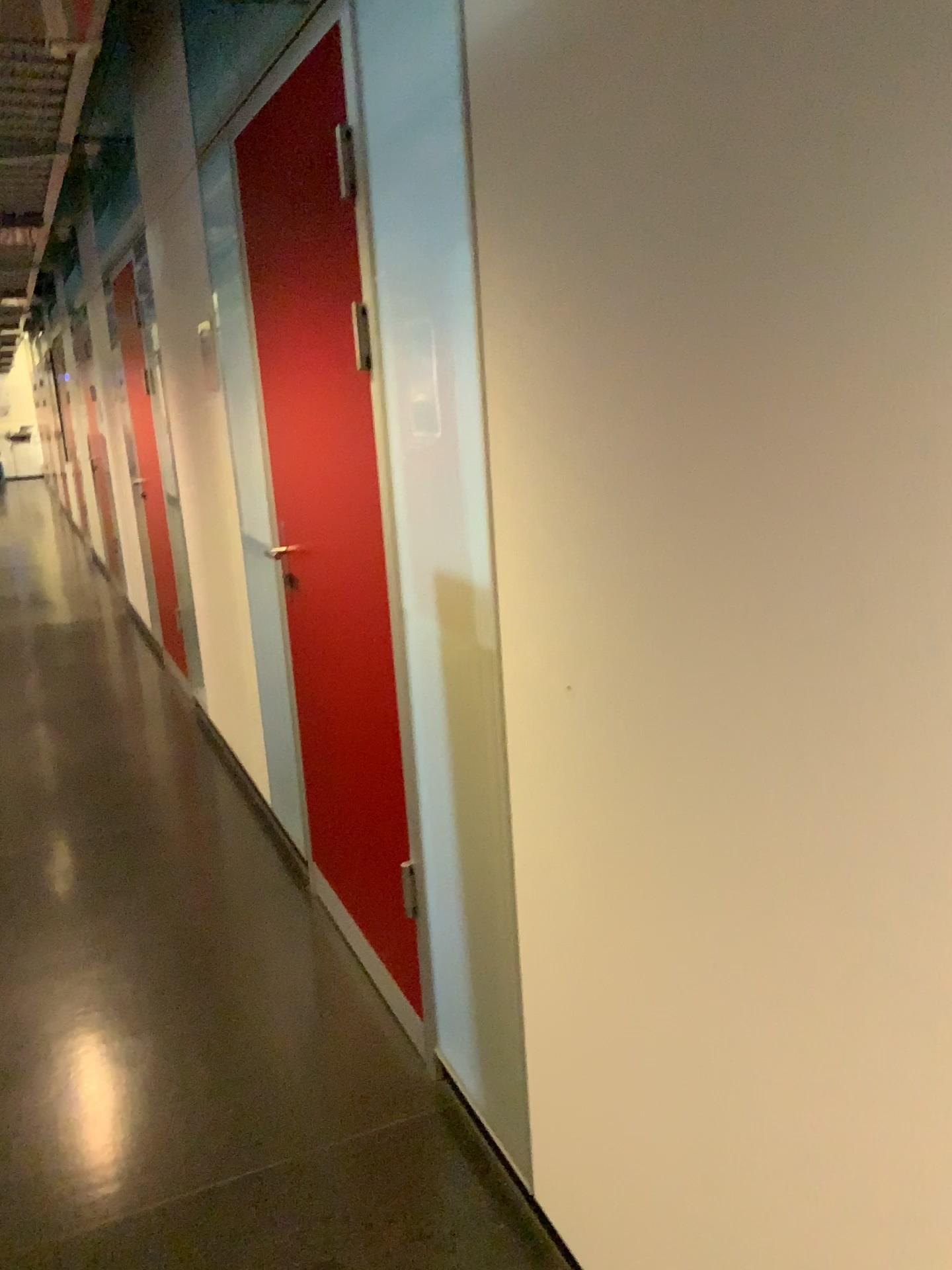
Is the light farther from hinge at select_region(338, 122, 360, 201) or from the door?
hinge at select_region(338, 122, 360, 201)

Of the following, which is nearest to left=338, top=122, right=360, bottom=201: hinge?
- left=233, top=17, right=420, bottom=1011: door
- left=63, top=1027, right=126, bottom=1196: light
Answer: left=233, top=17, right=420, bottom=1011: door

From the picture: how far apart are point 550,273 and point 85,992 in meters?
2.2 m

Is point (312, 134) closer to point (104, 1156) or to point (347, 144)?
point (347, 144)

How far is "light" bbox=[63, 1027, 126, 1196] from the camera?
2.08m

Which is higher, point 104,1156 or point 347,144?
point 347,144

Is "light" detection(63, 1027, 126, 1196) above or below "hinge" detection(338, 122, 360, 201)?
below

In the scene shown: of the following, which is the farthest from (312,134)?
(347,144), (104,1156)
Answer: (104,1156)
